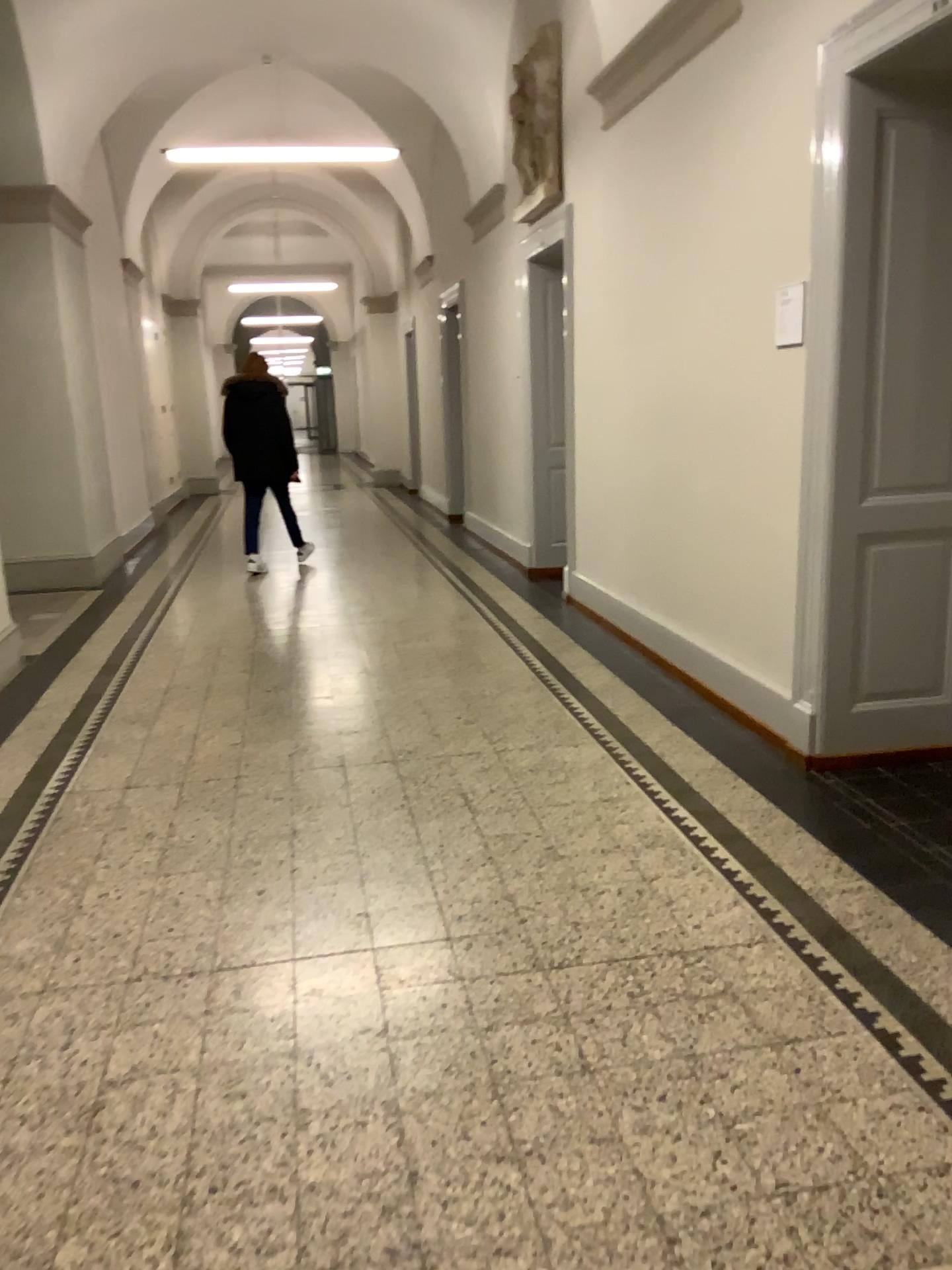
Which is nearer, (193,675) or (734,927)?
(734,927)
